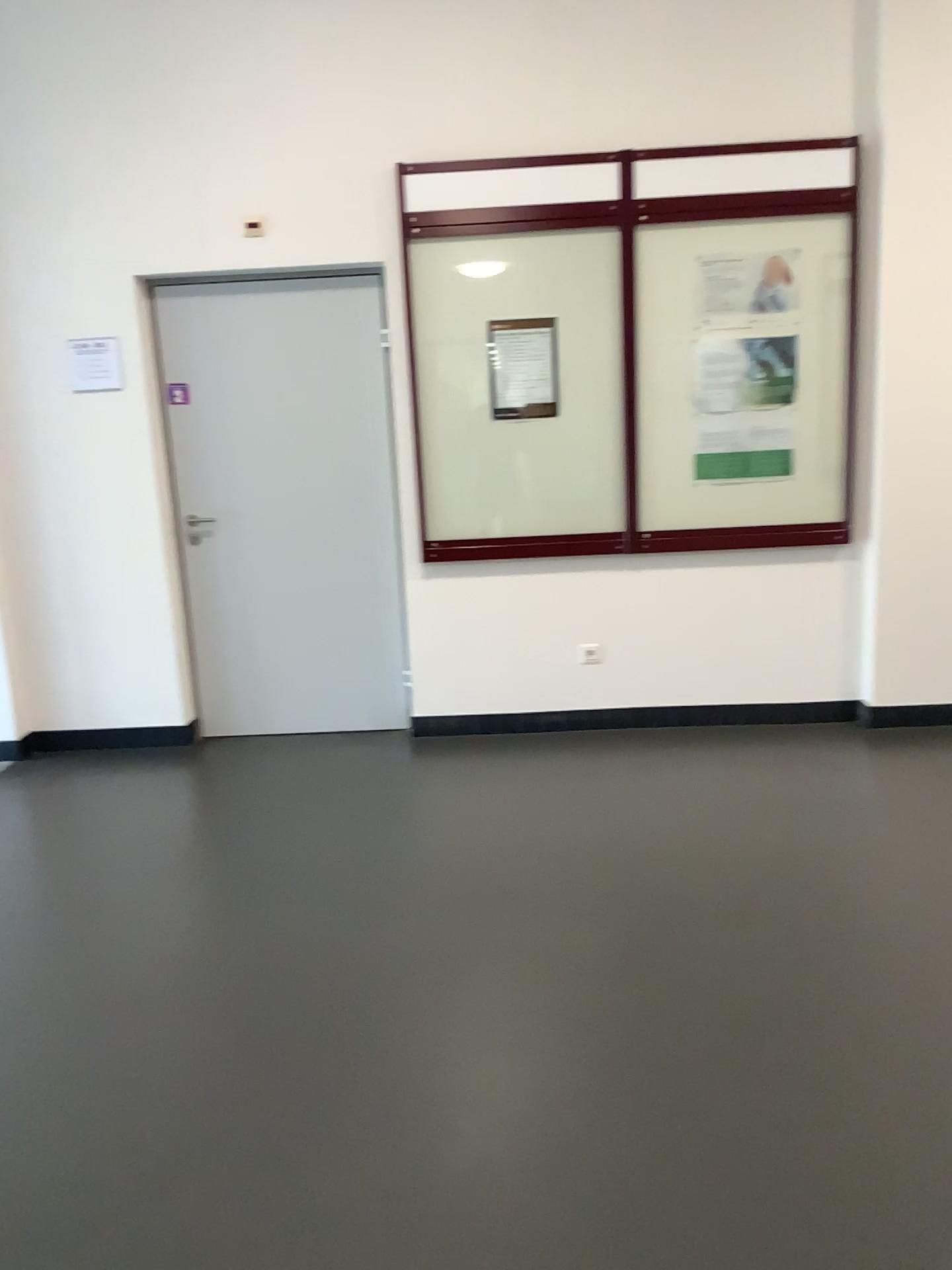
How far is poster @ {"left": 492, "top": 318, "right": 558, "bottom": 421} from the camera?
4.36m

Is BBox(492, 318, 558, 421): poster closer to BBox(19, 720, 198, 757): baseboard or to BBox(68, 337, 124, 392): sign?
BBox(68, 337, 124, 392): sign

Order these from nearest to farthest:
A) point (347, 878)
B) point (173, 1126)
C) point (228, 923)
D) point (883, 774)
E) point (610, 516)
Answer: point (173, 1126) < point (228, 923) < point (347, 878) < point (883, 774) < point (610, 516)

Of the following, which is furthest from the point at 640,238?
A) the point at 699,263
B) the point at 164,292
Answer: the point at 164,292

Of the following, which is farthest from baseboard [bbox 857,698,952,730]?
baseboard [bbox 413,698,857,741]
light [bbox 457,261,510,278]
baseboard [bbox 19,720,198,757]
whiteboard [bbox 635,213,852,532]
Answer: baseboard [bbox 19,720,198,757]

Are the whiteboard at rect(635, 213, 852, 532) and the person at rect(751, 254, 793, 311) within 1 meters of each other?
yes

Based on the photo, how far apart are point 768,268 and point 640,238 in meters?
0.5 m

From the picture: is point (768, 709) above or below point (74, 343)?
below

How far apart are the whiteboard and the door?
1.09m

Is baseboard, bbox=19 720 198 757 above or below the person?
below
